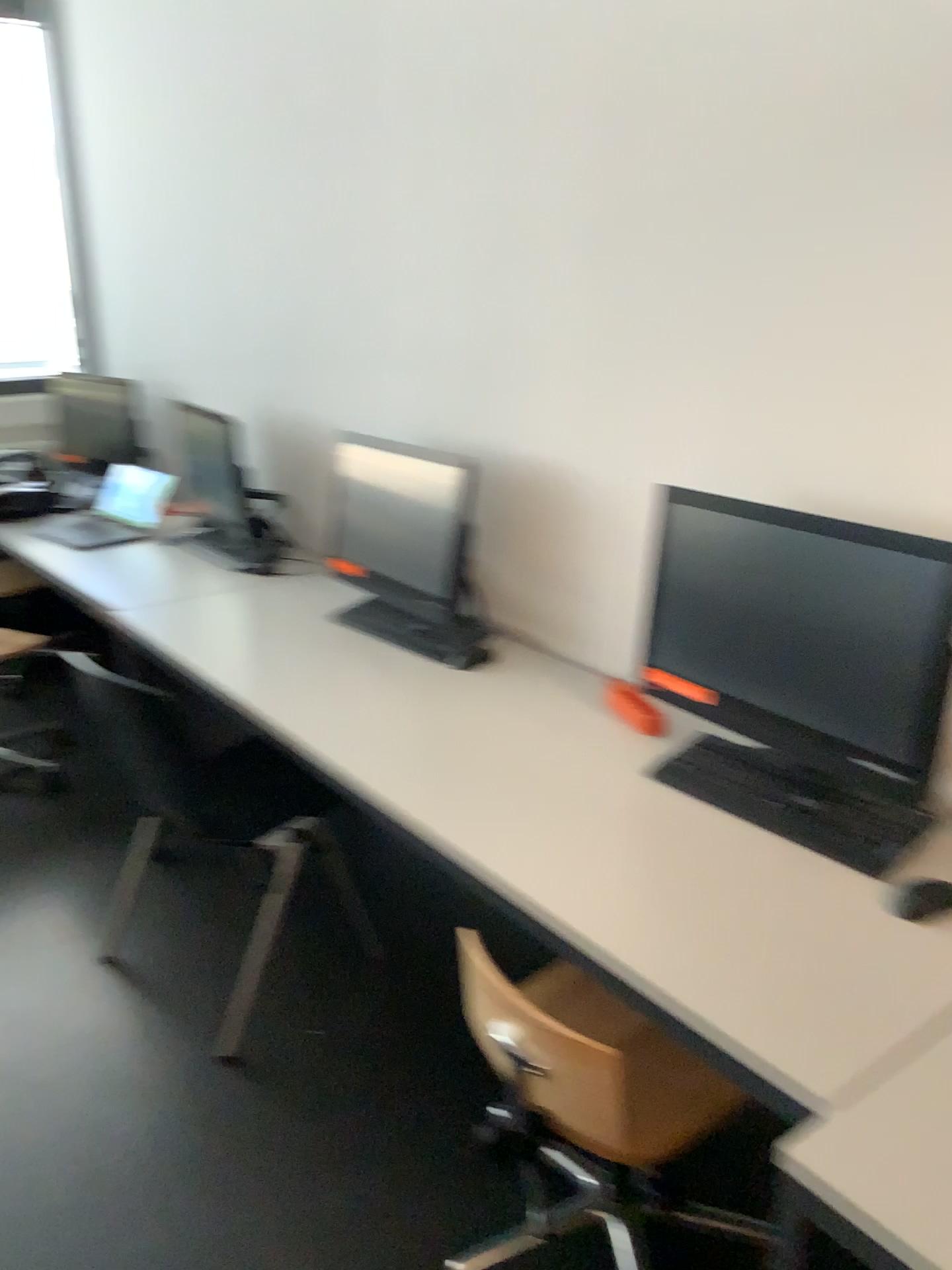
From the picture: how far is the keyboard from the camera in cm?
163

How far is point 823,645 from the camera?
1.69m

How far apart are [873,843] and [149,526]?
2.9m

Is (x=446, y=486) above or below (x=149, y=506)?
above

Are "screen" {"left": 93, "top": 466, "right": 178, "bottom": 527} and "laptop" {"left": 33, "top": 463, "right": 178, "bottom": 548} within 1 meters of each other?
yes

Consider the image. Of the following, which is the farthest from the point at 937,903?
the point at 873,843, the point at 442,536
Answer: the point at 442,536

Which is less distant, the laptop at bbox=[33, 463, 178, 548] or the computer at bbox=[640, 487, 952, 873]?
the computer at bbox=[640, 487, 952, 873]

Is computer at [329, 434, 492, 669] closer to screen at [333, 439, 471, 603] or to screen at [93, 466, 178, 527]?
screen at [333, 439, 471, 603]

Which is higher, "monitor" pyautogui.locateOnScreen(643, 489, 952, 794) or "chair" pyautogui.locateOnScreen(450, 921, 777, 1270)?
"monitor" pyautogui.locateOnScreen(643, 489, 952, 794)

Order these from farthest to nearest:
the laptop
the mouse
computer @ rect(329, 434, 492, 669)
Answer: the laptop
computer @ rect(329, 434, 492, 669)
the mouse
